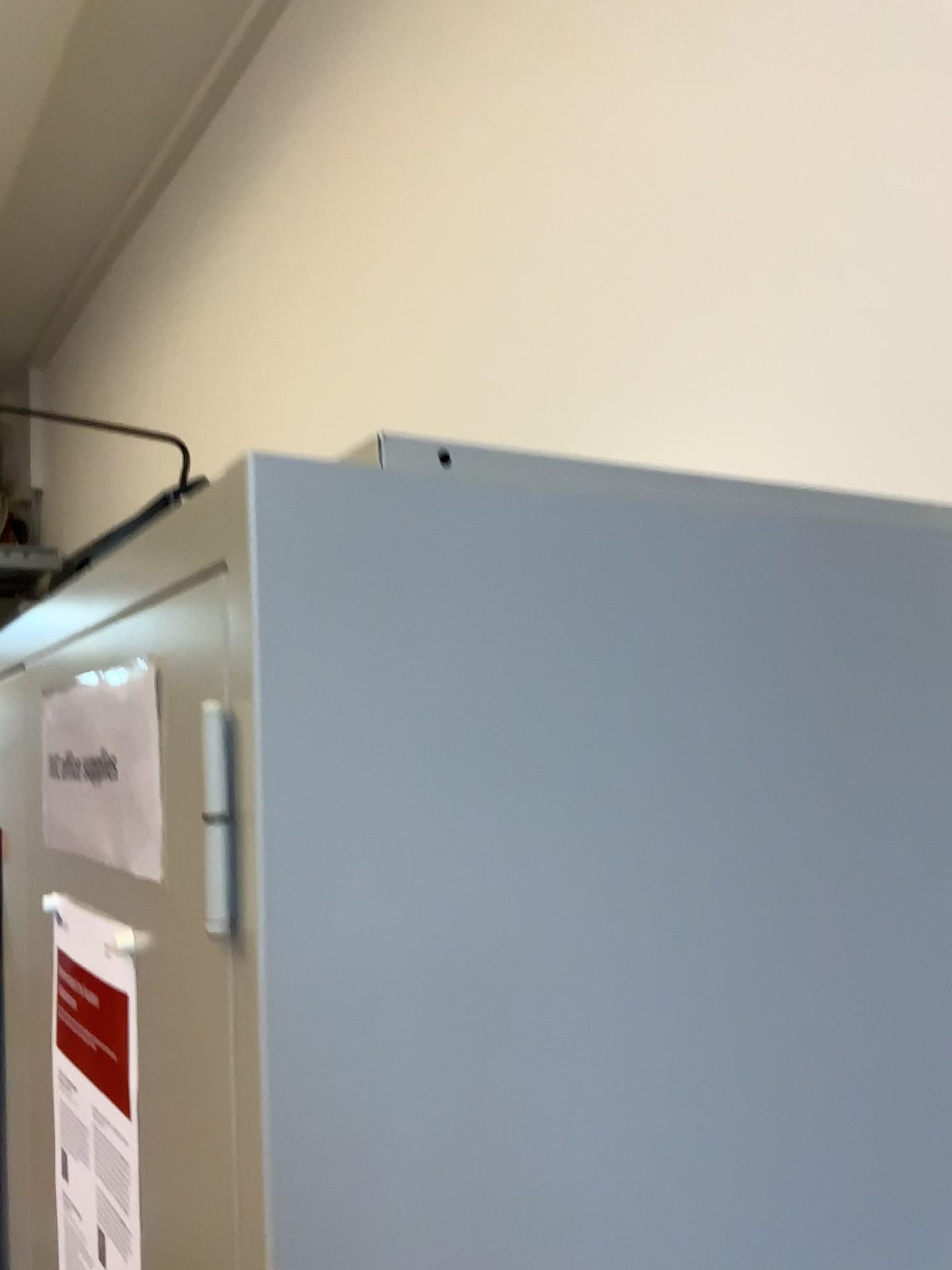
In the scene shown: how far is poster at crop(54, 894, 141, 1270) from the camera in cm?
59

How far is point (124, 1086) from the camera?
0.6m

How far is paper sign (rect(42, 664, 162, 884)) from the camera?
0.57m

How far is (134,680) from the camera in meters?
0.6 m

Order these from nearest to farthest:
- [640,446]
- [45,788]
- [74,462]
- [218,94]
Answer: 1. [45,788]
2. [640,446]
3. [218,94]
4. [74,462]
